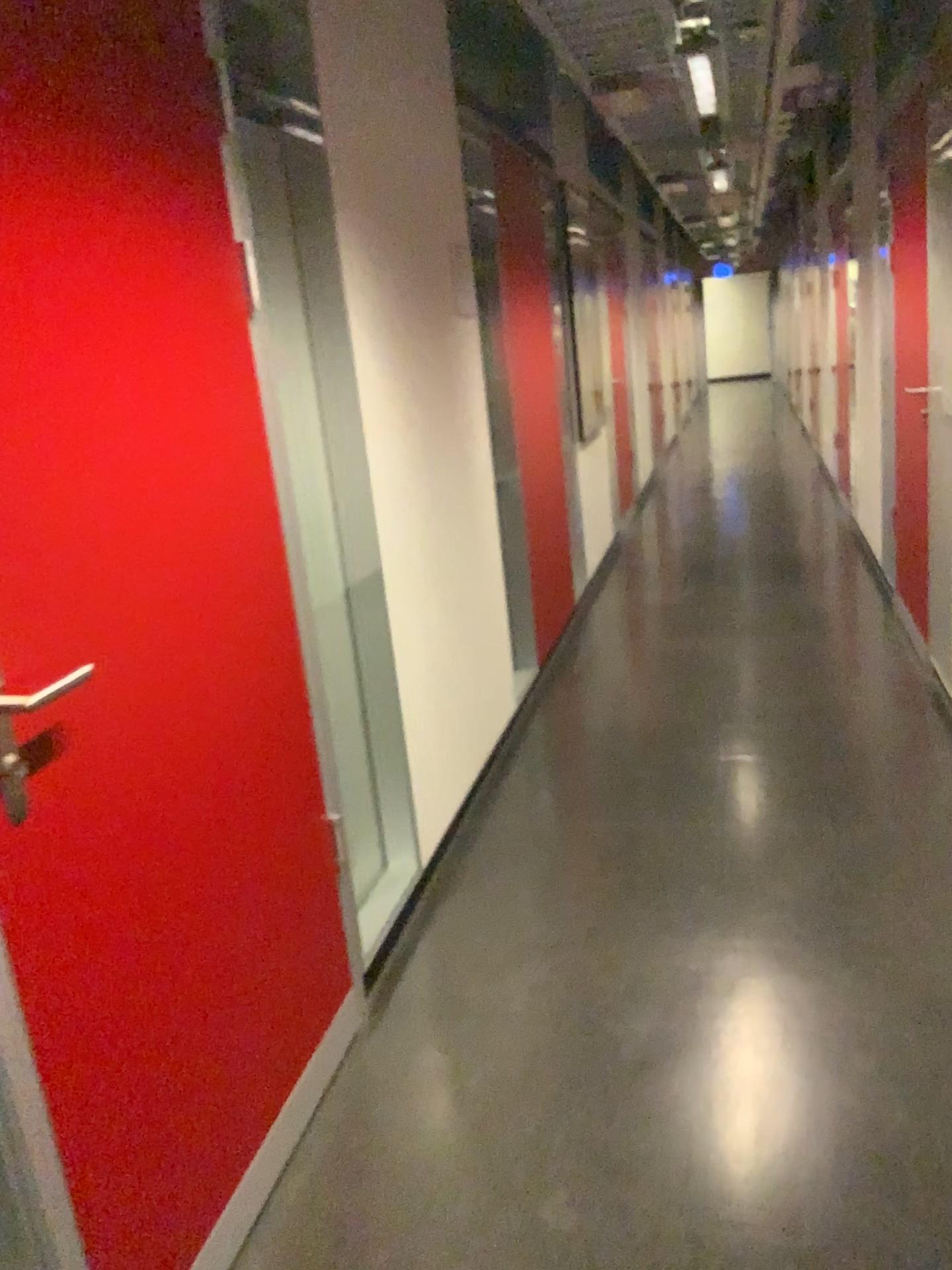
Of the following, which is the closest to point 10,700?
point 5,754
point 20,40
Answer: point 5,754

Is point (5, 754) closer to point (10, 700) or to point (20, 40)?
point (10, 700)

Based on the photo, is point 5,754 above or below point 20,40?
below

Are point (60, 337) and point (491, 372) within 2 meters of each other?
no
